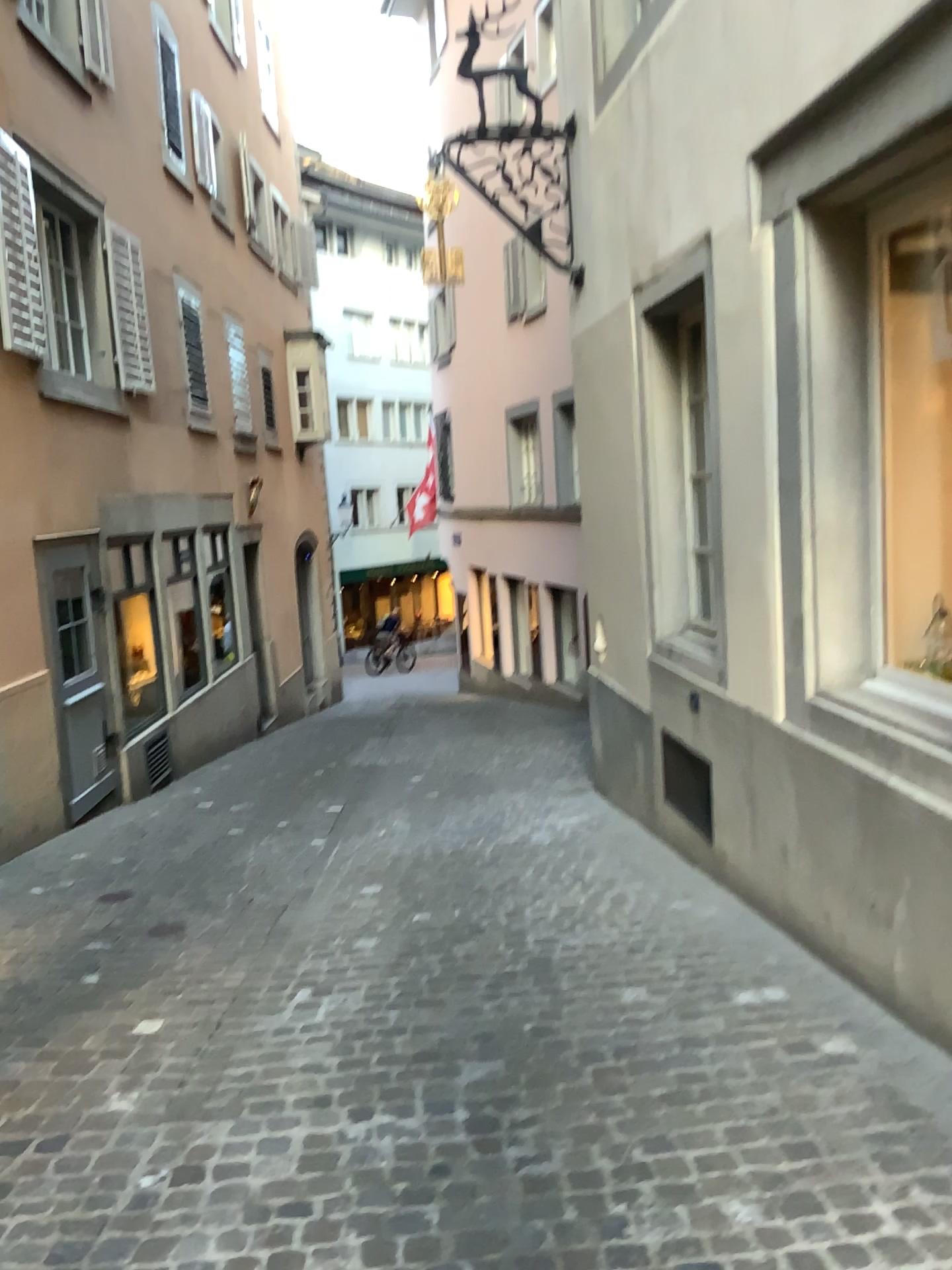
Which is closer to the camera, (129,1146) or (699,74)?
(129,1146)
